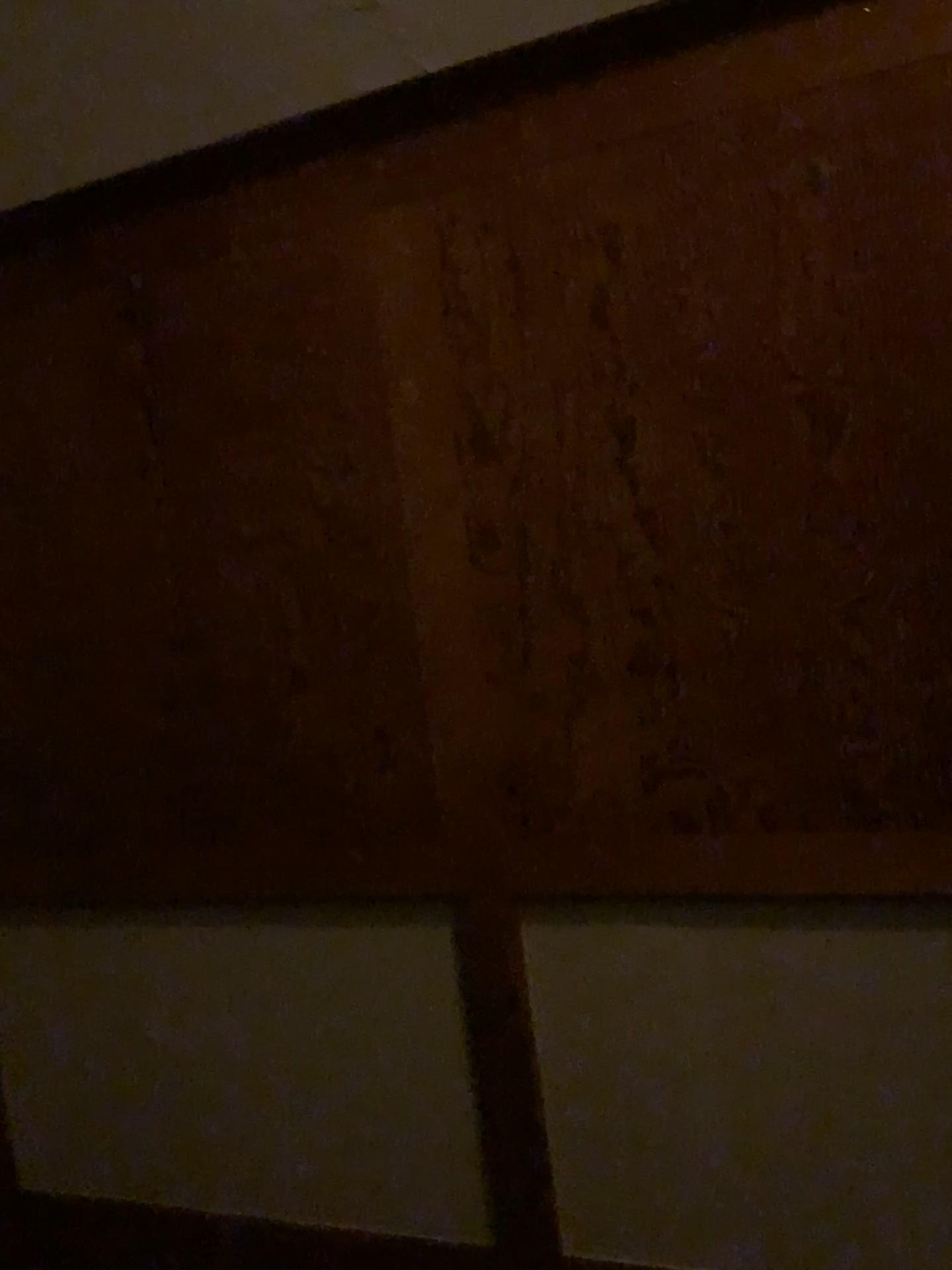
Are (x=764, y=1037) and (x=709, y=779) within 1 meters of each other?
yes
